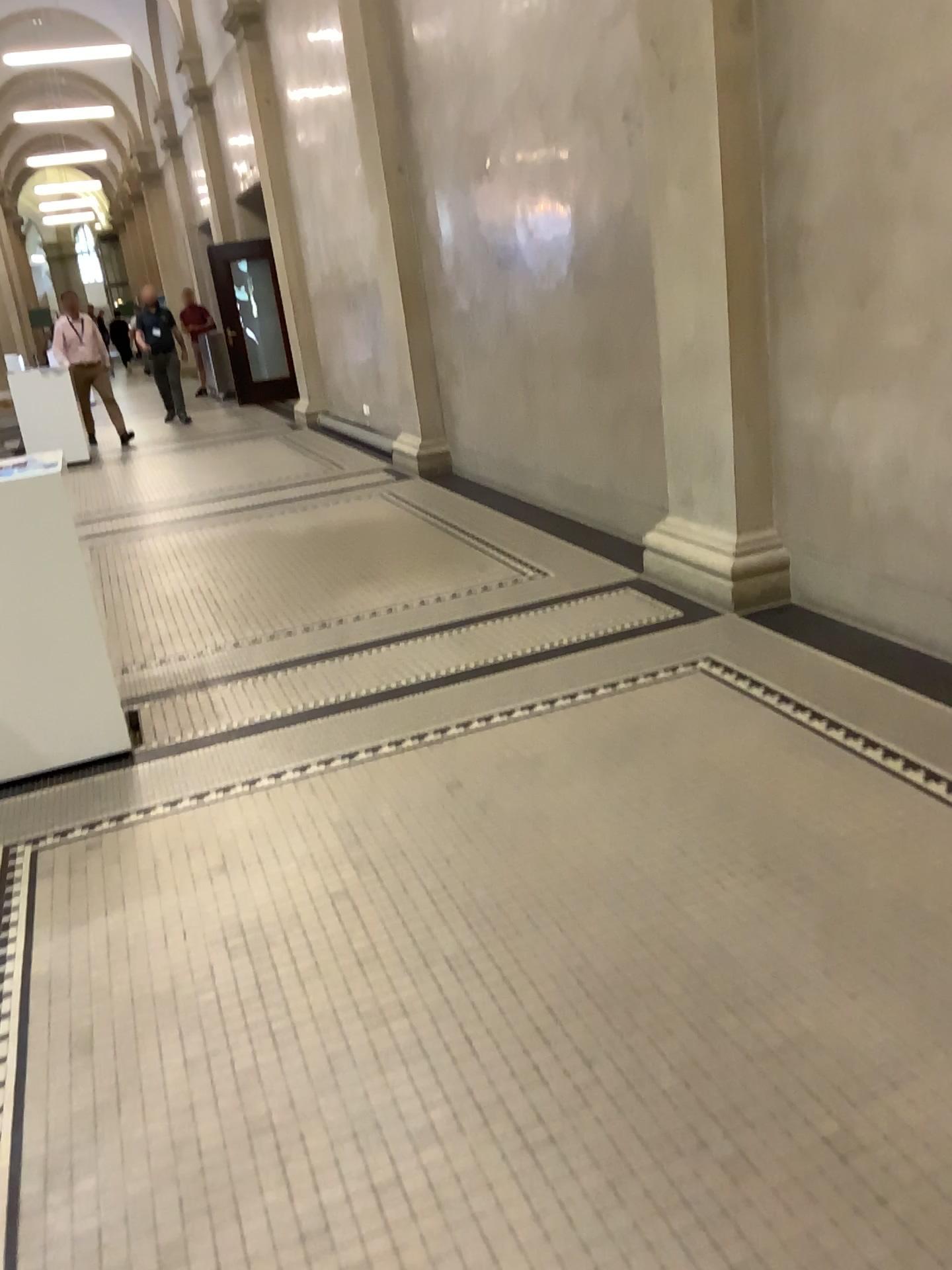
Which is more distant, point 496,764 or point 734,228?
point 734,228
